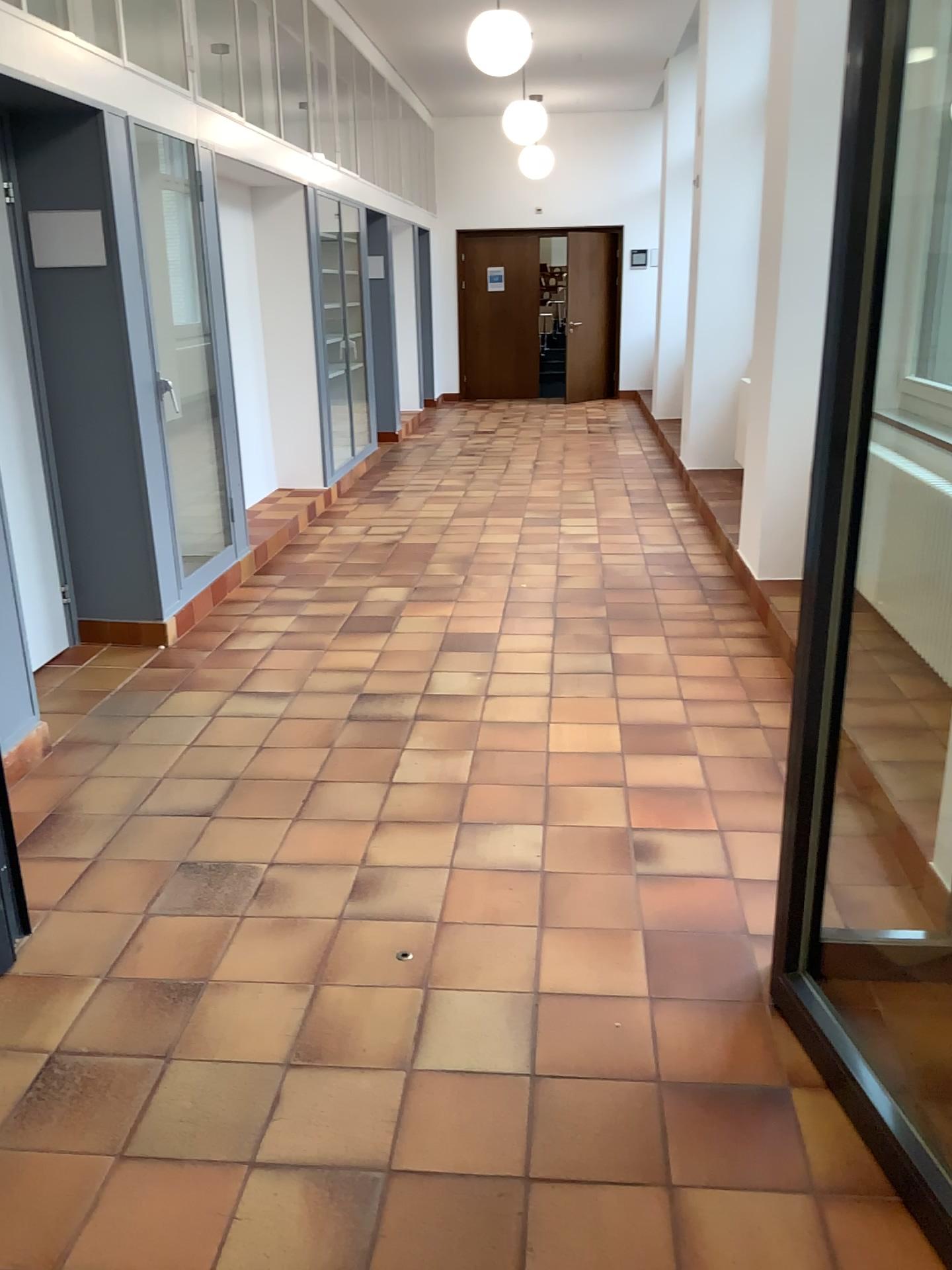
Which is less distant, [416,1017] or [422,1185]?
[422,1185]
